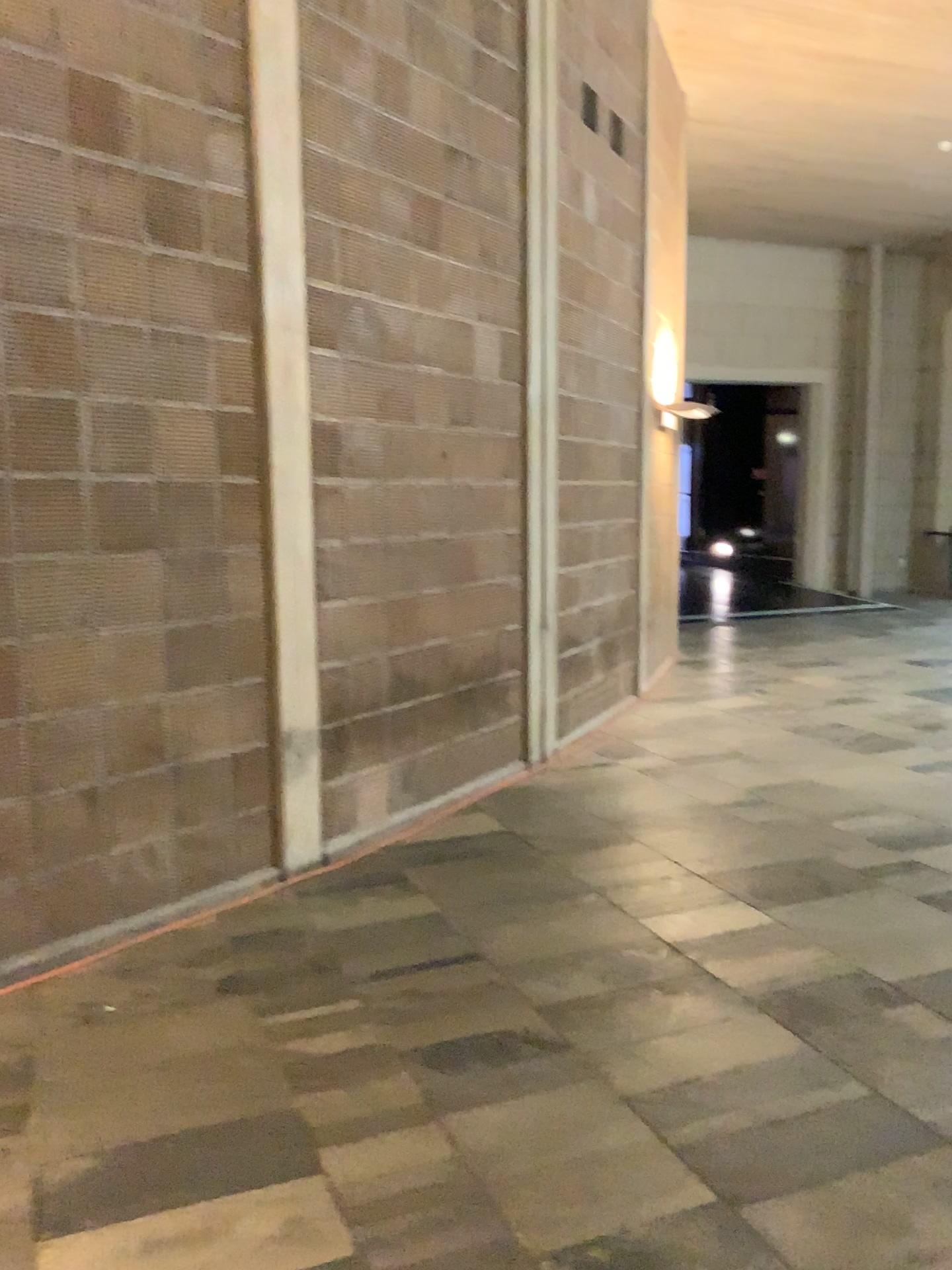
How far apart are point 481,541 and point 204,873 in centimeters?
218cm
